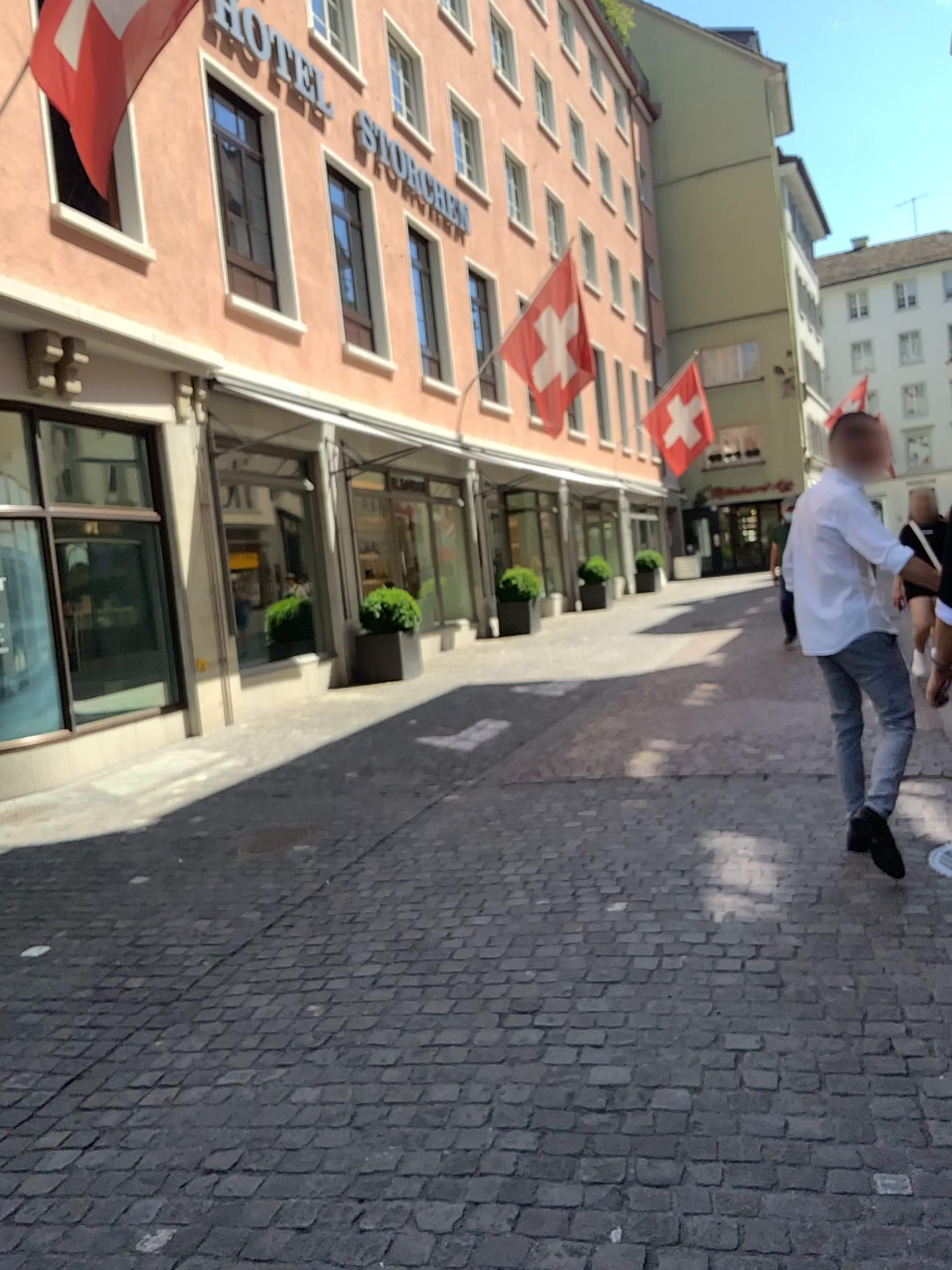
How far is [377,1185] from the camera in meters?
2.3
